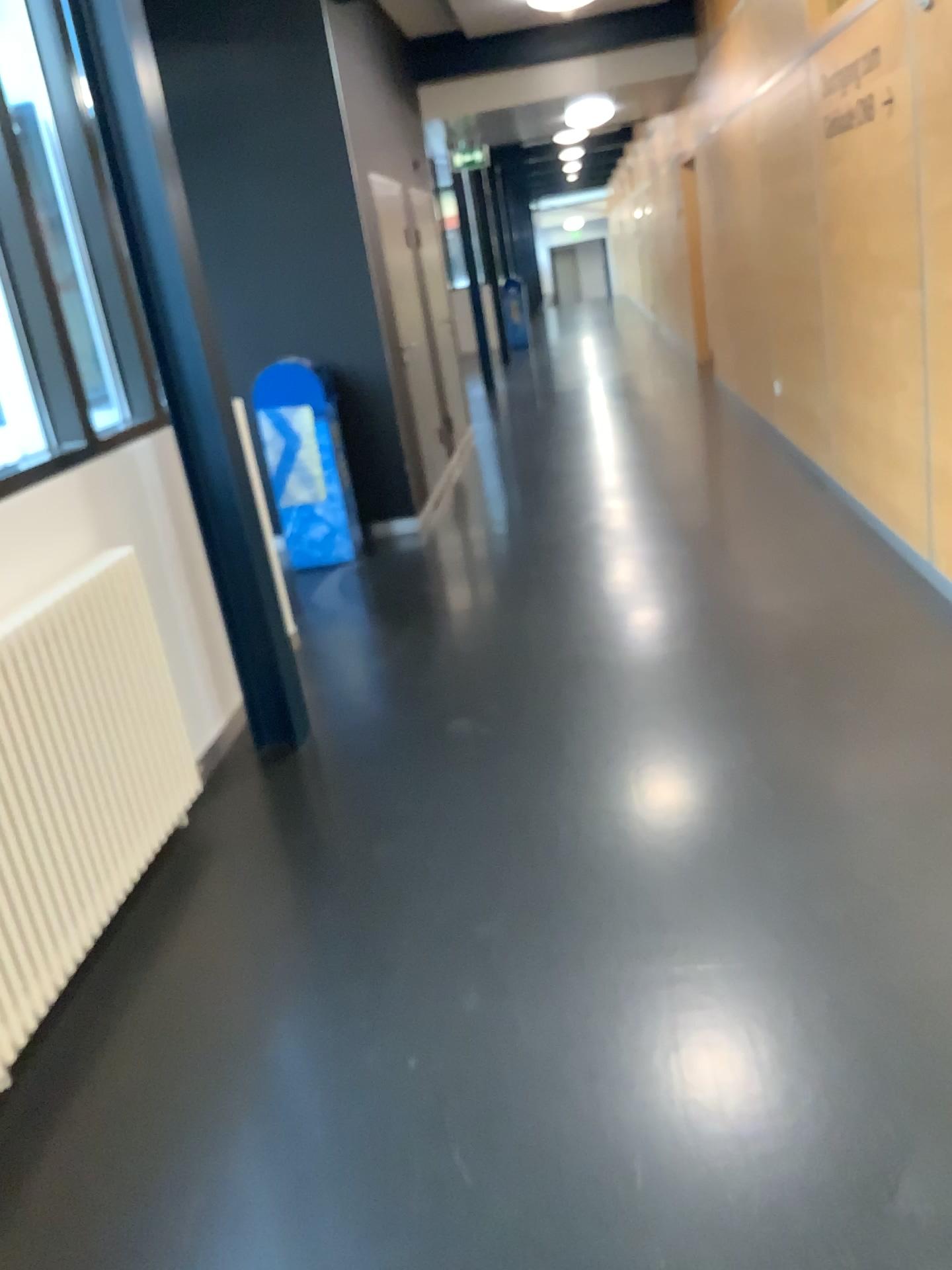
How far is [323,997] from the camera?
2.28m

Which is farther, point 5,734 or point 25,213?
point 25,213

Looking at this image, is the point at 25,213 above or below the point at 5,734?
above

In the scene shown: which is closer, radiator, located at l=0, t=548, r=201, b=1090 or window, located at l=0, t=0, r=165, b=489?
radiator, located at l=0, t=548, r=201, b=1090

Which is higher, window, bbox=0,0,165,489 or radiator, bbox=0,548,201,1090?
window, bbox=0,0,165,489
